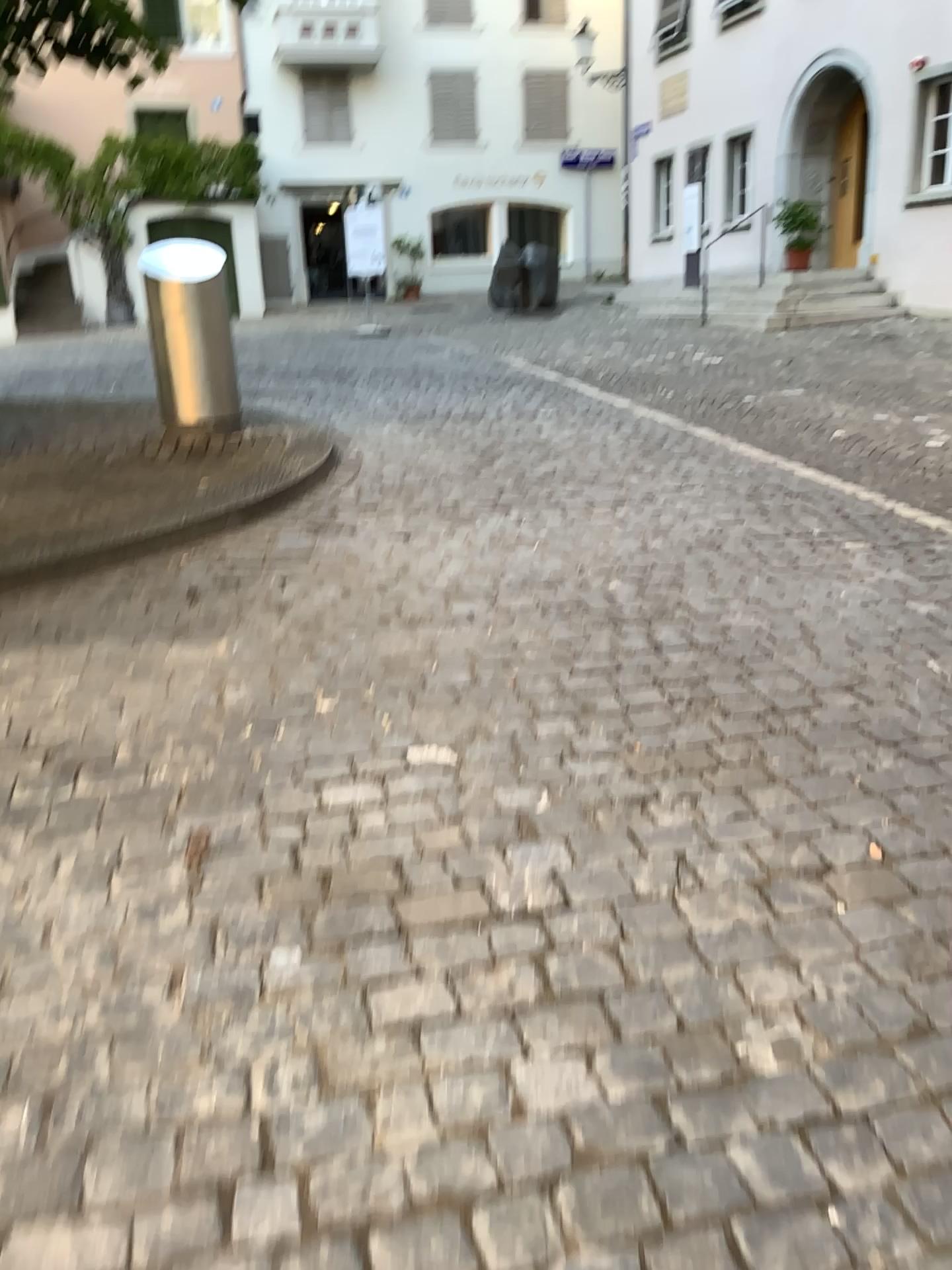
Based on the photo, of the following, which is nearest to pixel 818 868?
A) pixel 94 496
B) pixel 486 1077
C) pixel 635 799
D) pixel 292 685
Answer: pixel 635 799
